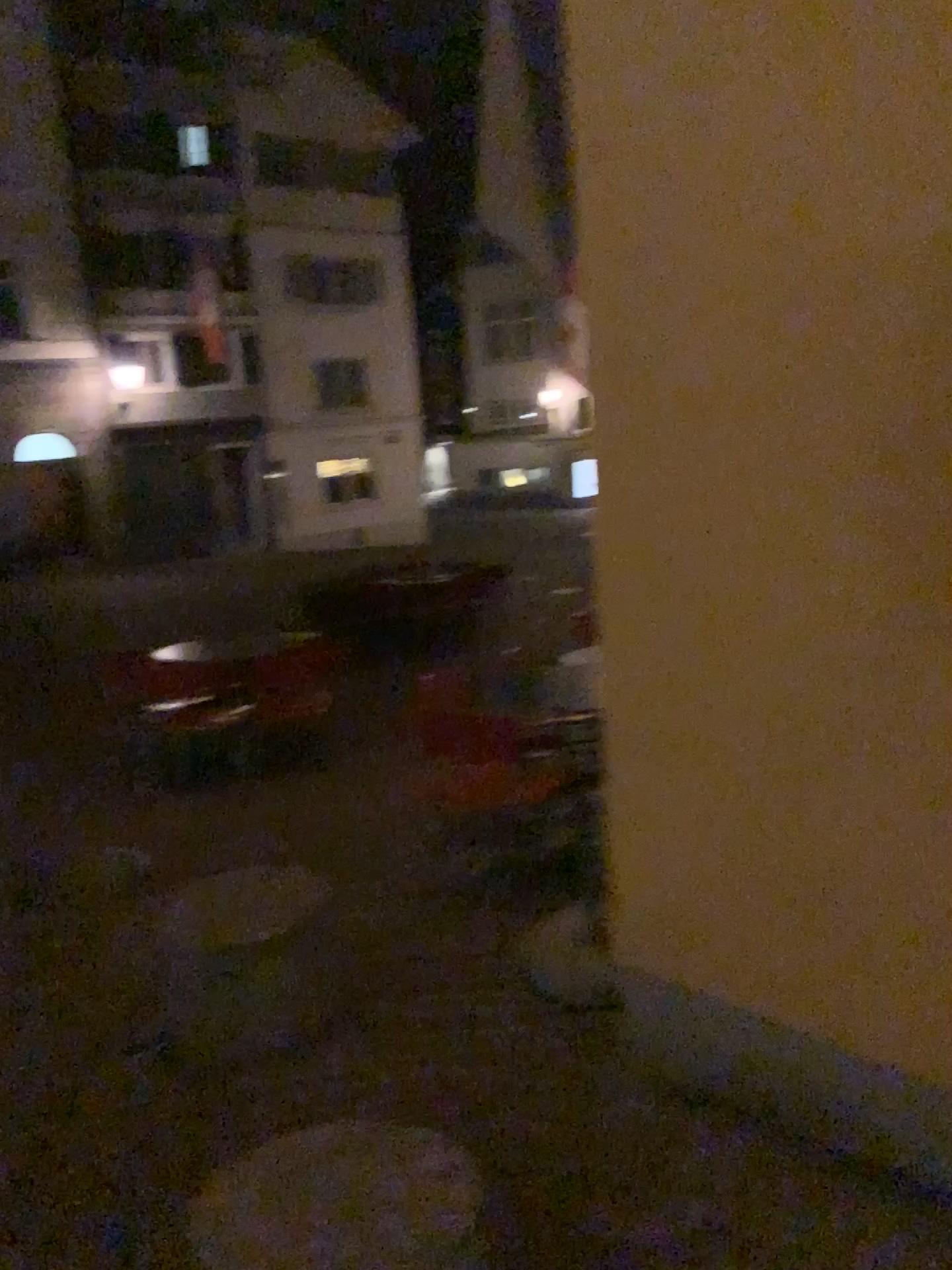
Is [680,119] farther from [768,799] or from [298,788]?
[298,788]
